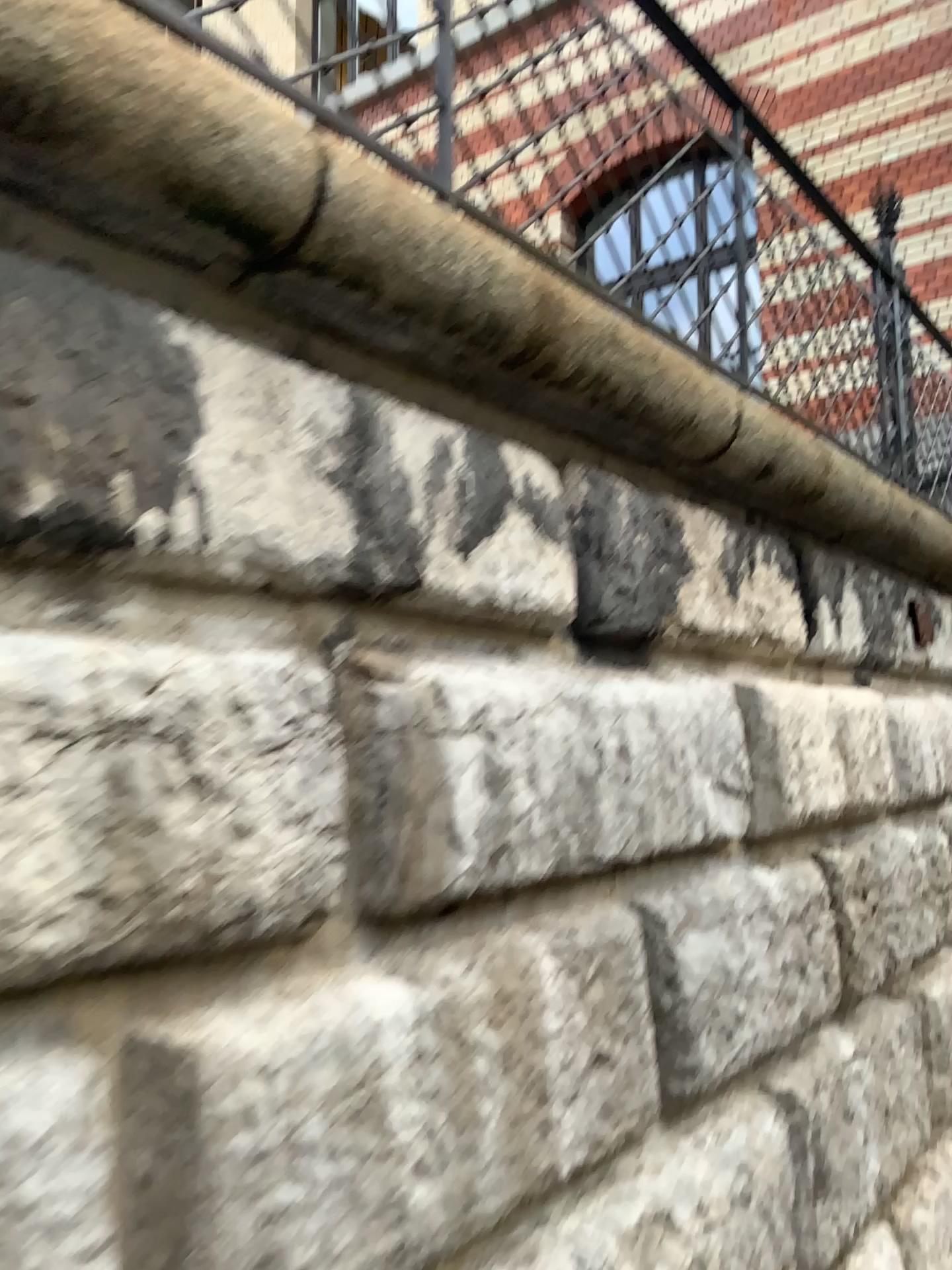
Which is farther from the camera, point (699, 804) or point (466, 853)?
point (699, 804)
